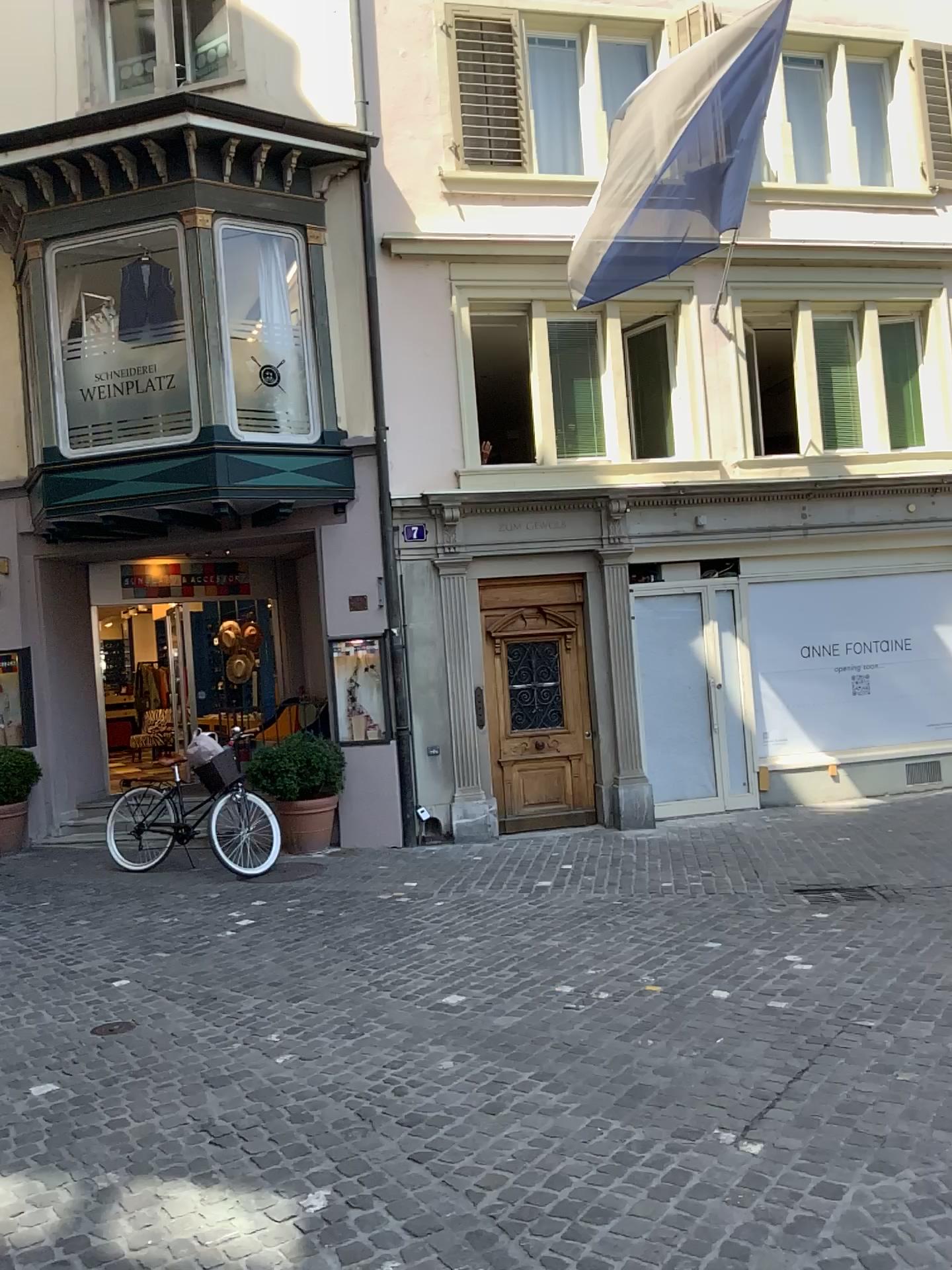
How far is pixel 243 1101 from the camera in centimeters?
406cm
